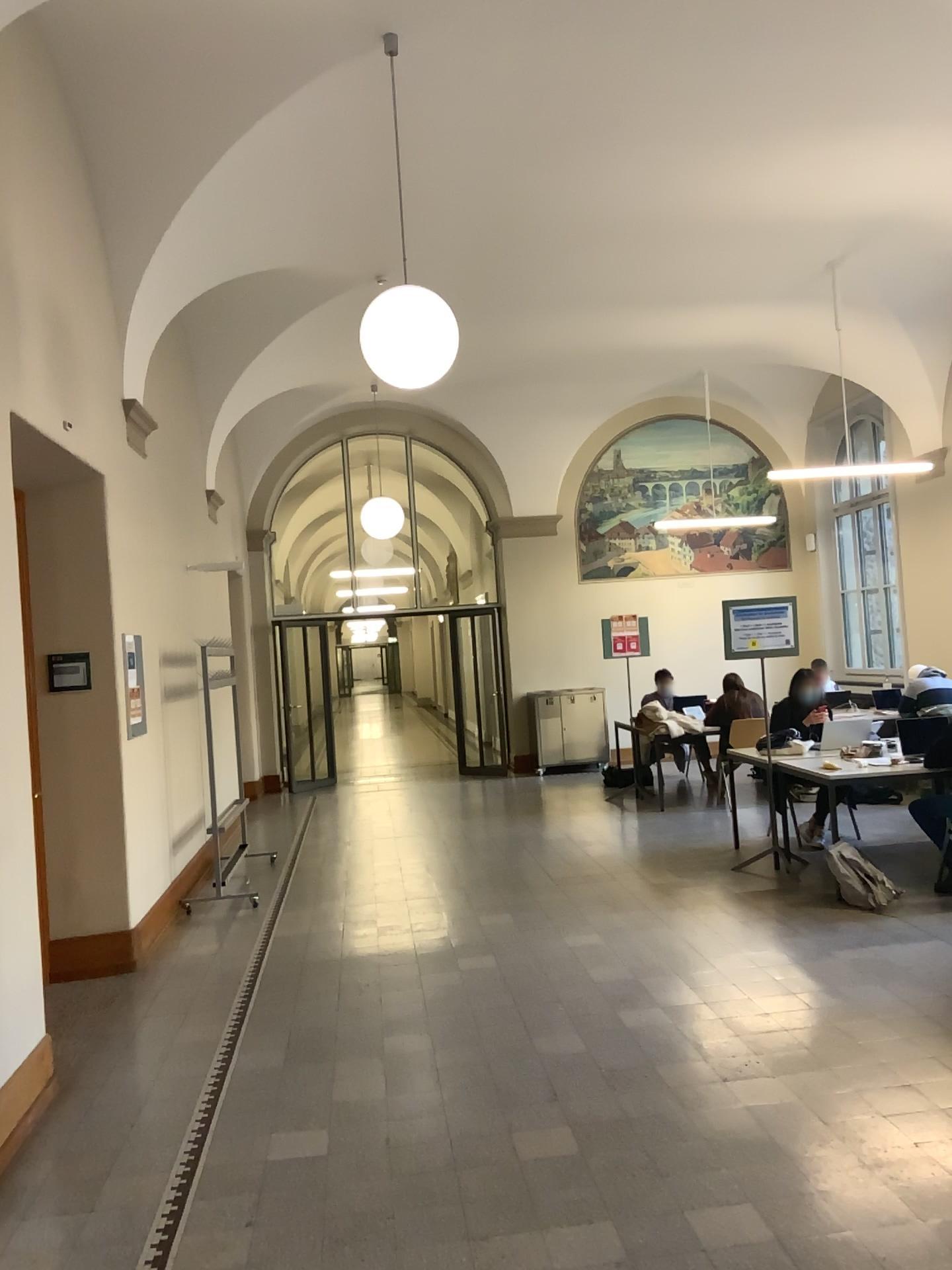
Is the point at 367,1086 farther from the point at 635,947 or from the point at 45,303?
the point at 45,303
